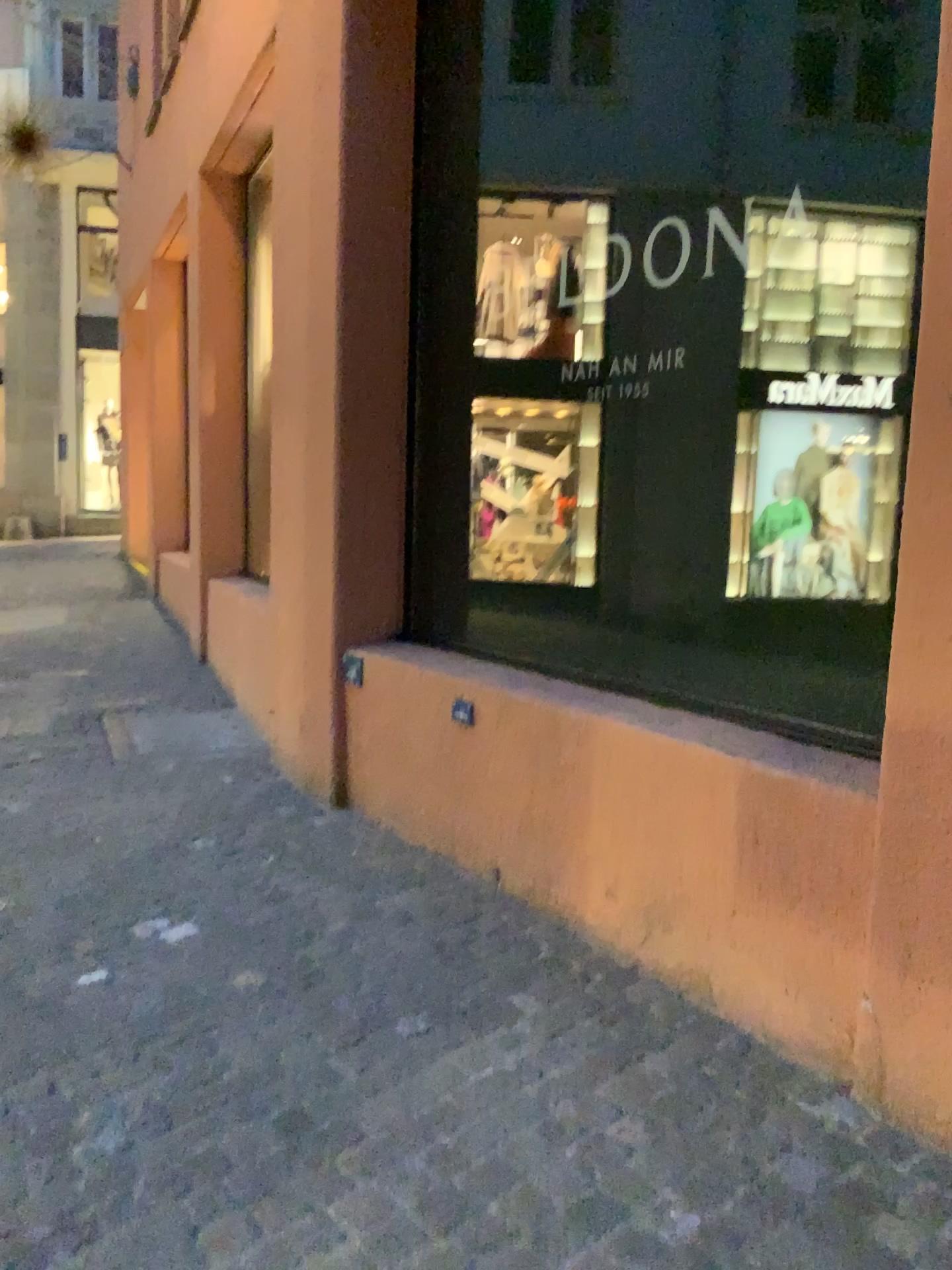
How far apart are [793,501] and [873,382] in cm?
36

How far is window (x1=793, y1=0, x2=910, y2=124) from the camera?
2.4 meters

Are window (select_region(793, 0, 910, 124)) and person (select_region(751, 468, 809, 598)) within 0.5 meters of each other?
no

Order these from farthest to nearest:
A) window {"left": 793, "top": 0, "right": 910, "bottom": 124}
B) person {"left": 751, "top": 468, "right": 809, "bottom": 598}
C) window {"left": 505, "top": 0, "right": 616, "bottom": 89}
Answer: window {"left": 505, "top": 0, "right": 616, "bottom": 89}, person {"left": 751, "top": 468, "right": 809, "bottom": 598}, window {"left": 793, "top": 0, "right": 910, "bottom": 124}

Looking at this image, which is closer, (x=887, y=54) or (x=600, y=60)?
(x=887, y=54)

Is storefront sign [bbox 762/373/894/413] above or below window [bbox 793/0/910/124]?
below

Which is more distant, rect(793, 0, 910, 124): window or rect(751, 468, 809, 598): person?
rect(751, 468, 809, 598): person

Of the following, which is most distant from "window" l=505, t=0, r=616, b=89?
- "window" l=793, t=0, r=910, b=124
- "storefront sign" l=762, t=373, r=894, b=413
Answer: "storefront sign" l=762, t=373, r=894, b=413

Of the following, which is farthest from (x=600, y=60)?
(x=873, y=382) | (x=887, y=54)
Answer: (x=873, y=382)

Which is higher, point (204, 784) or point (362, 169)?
point (362, 169)
